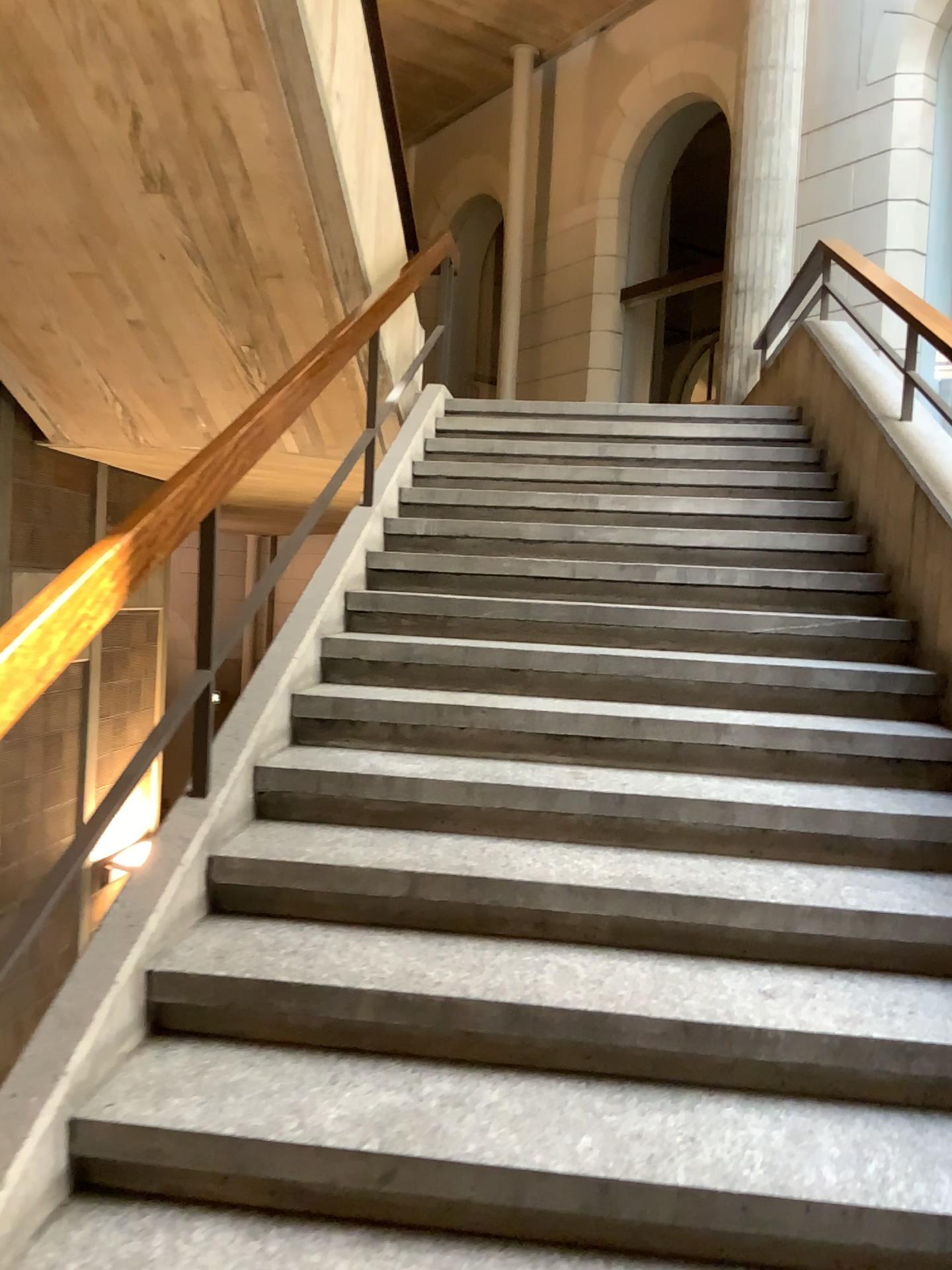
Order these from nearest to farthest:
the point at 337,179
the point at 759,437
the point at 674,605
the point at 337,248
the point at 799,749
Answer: the point at 799,749
the point at 674,605
the point at 337,179
the point at 337,248
the point at 759,437
